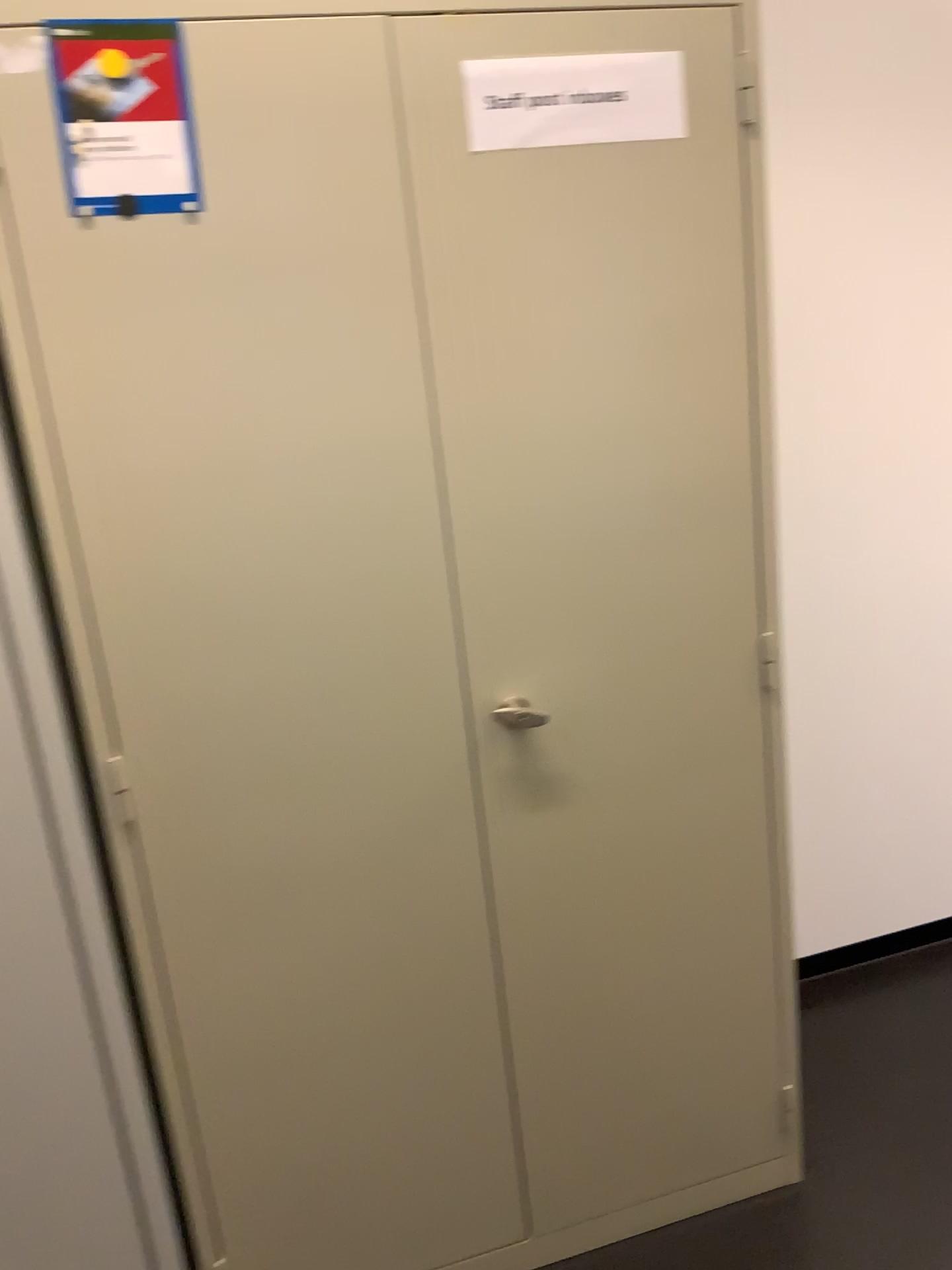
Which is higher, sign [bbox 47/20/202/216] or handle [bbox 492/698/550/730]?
sign [bbox 47/20/202/216]

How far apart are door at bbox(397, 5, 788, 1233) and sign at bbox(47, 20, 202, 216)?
0.27m

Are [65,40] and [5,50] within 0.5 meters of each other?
yes

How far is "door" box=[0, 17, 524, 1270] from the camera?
1.27m

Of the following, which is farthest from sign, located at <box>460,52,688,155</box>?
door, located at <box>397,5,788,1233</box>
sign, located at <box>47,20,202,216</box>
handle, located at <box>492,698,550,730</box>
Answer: handle, located at <box>492,698,550,730</box>

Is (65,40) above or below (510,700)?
above

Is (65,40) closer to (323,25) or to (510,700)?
(323,25)

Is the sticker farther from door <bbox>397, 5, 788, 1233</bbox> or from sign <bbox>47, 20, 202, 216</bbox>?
door <bbox>397, 5, 788, 1233</bbox>

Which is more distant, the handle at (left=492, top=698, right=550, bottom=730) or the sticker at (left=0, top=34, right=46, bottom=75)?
the handle at (left=492, top=698, right=550, bottom=730)

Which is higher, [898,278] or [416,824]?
[898,278]
